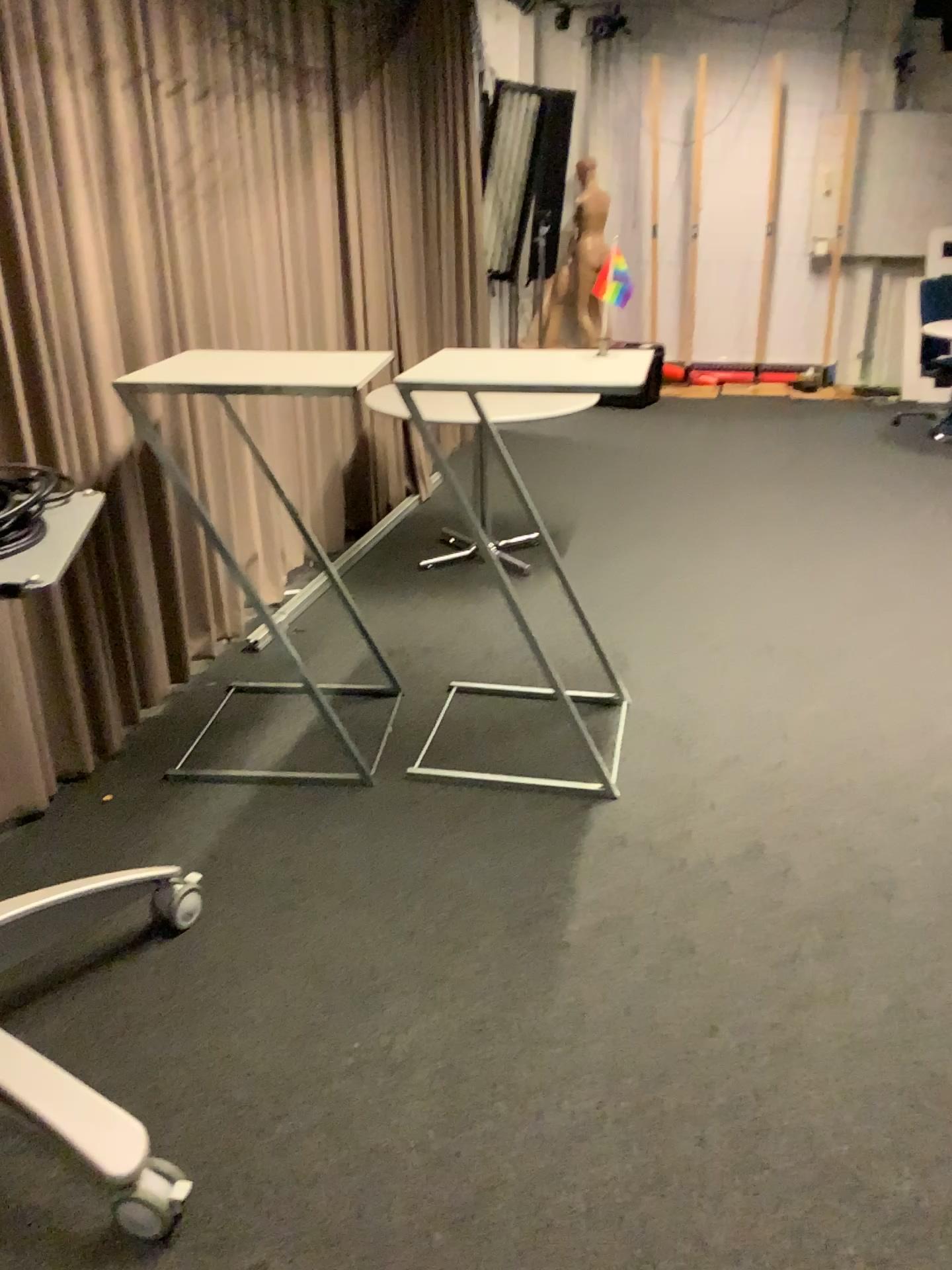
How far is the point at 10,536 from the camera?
1.59m

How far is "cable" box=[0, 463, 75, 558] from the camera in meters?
1.6

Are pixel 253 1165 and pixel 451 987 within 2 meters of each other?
yes
